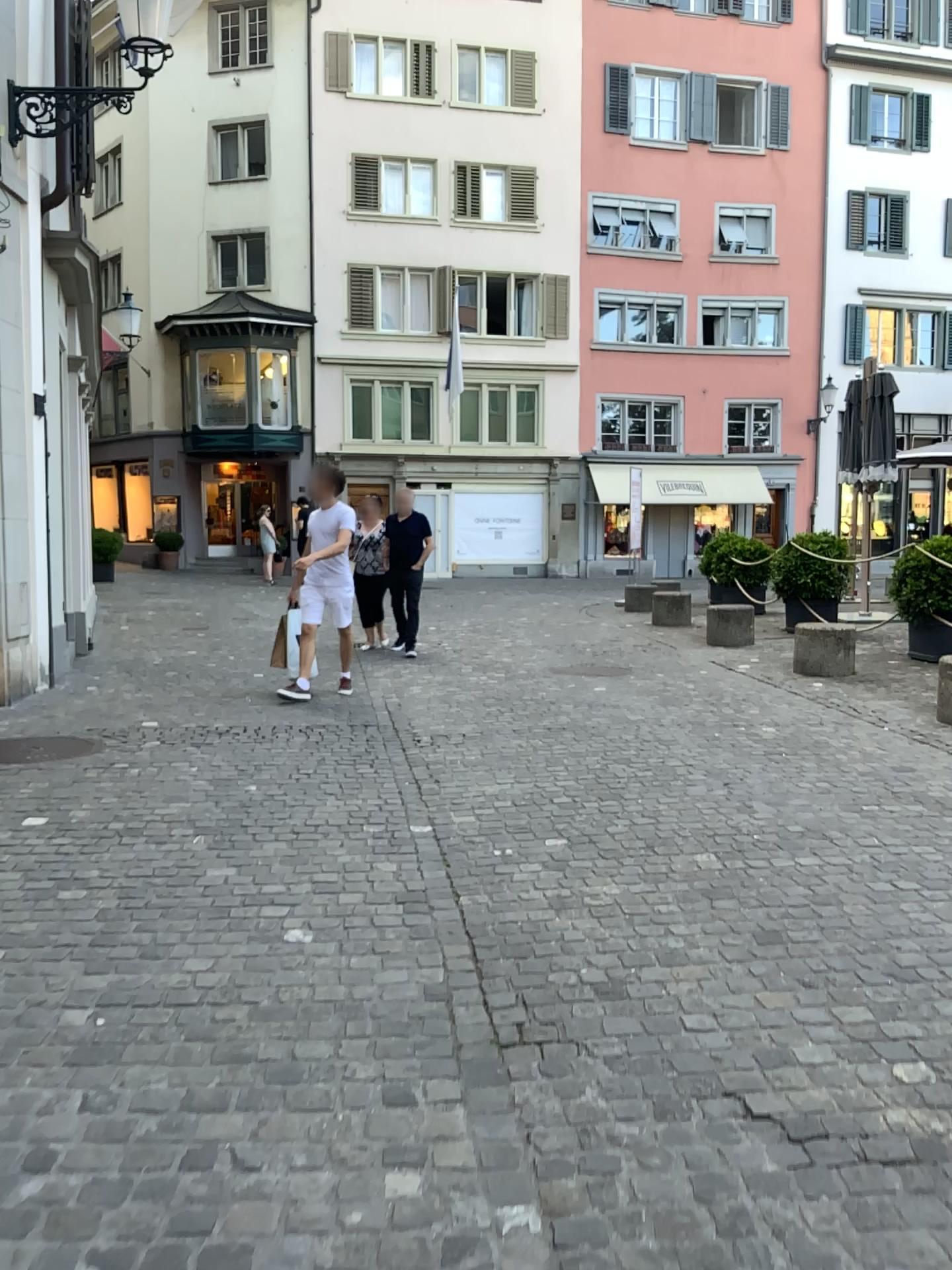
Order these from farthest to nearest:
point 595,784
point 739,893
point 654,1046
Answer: point 595,784, point 739,893, point 654,1046
